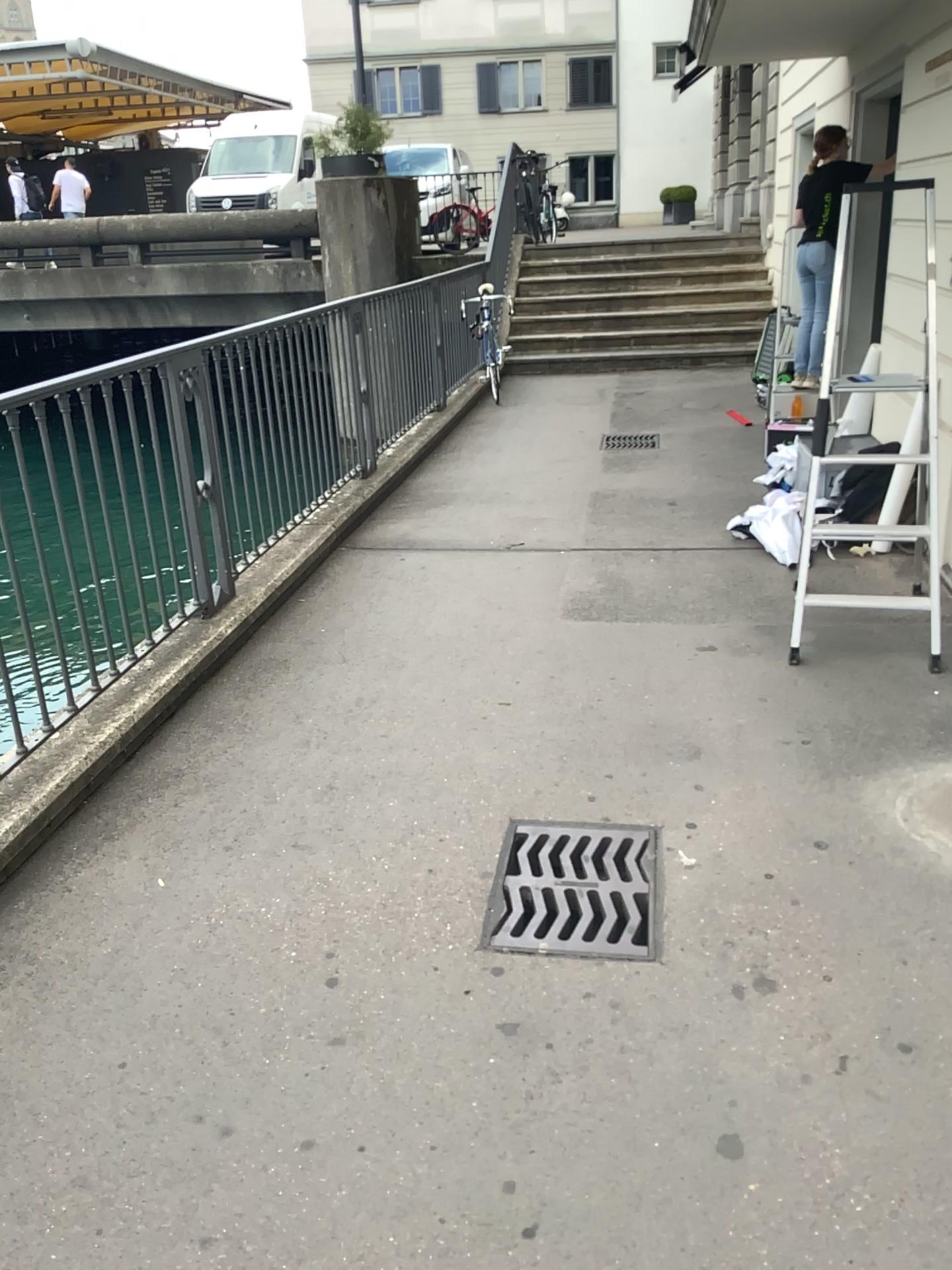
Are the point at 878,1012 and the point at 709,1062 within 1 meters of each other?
yes
